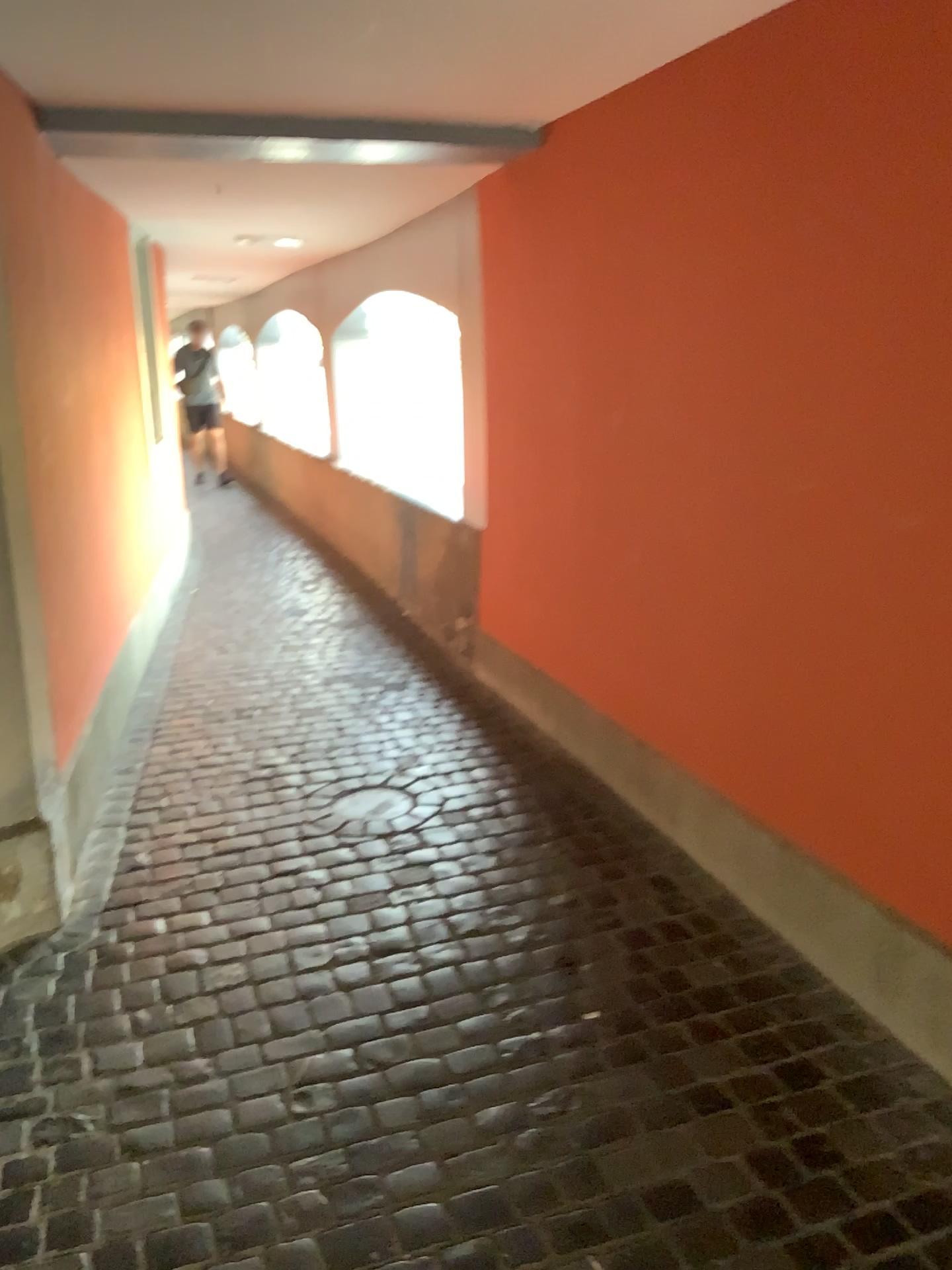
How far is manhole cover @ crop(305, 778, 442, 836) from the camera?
3.18m

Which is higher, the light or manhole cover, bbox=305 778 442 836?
the light

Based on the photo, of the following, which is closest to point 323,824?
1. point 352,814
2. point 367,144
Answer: point 352,814

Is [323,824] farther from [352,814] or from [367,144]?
[367,144]

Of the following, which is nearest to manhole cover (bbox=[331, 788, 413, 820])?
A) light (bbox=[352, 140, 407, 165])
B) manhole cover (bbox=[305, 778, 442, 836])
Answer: manhole cover (bbox=[305, 778, 442, 836])

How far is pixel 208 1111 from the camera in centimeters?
204cm

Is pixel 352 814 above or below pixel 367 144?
below

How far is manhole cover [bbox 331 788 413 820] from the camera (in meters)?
3.24

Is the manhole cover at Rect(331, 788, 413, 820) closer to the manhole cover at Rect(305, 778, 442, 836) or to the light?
the manhole cover at Rect(305, 778, 442, 836)
